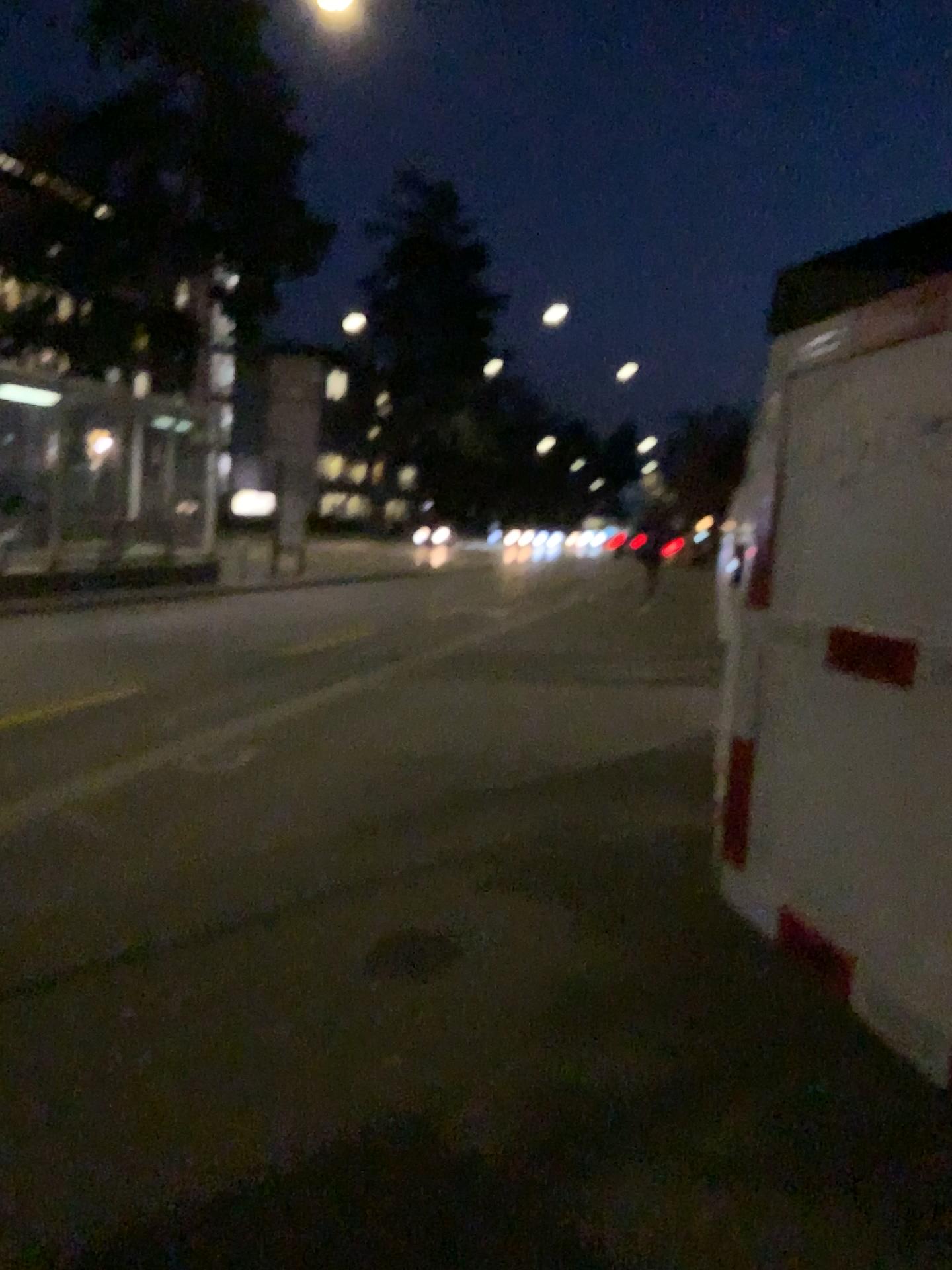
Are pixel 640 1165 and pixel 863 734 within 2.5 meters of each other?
yes

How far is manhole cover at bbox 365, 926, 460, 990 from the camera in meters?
3.3 m

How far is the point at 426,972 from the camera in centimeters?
325cm
